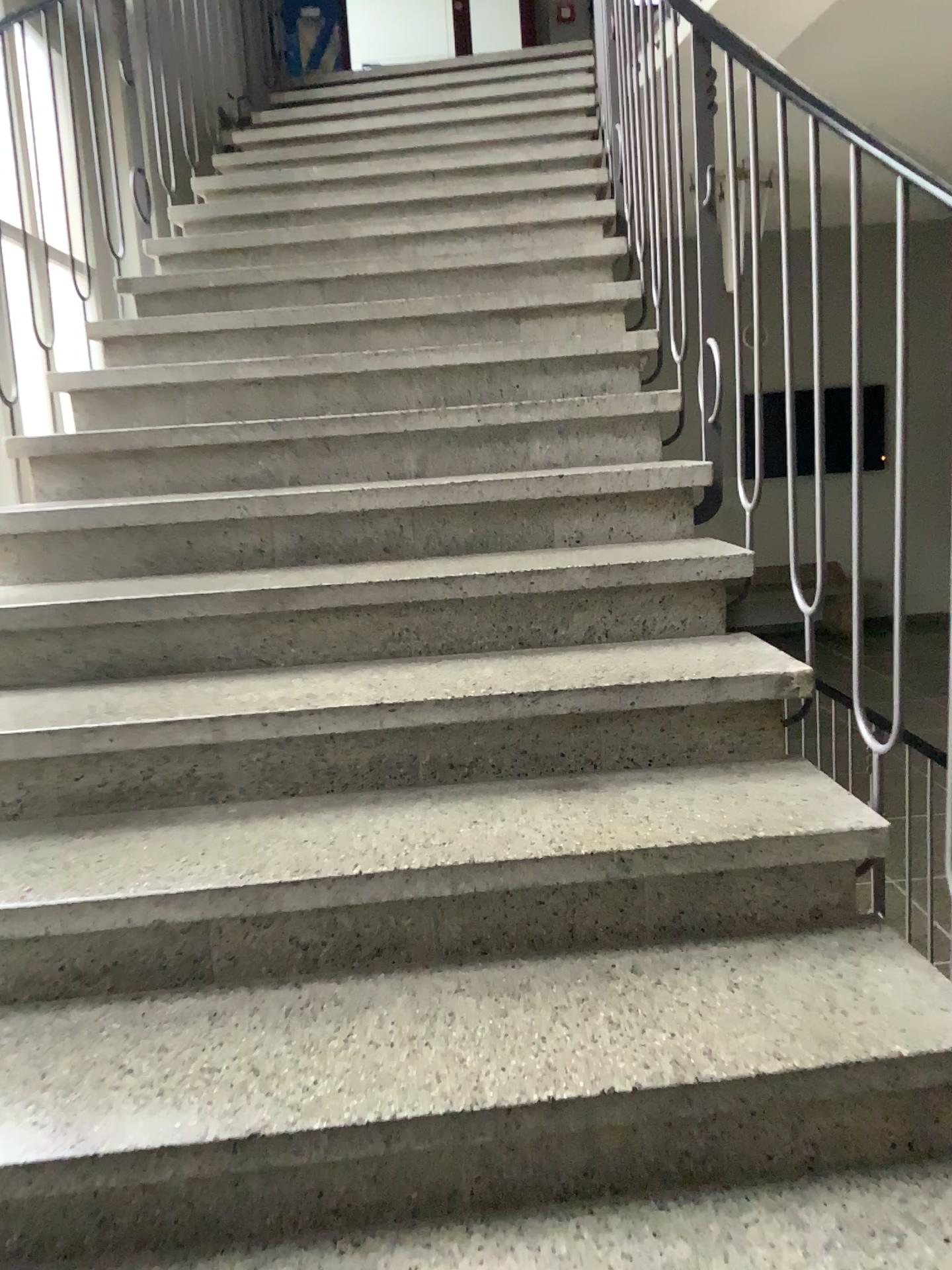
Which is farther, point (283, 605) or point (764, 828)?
point (283, 605)
